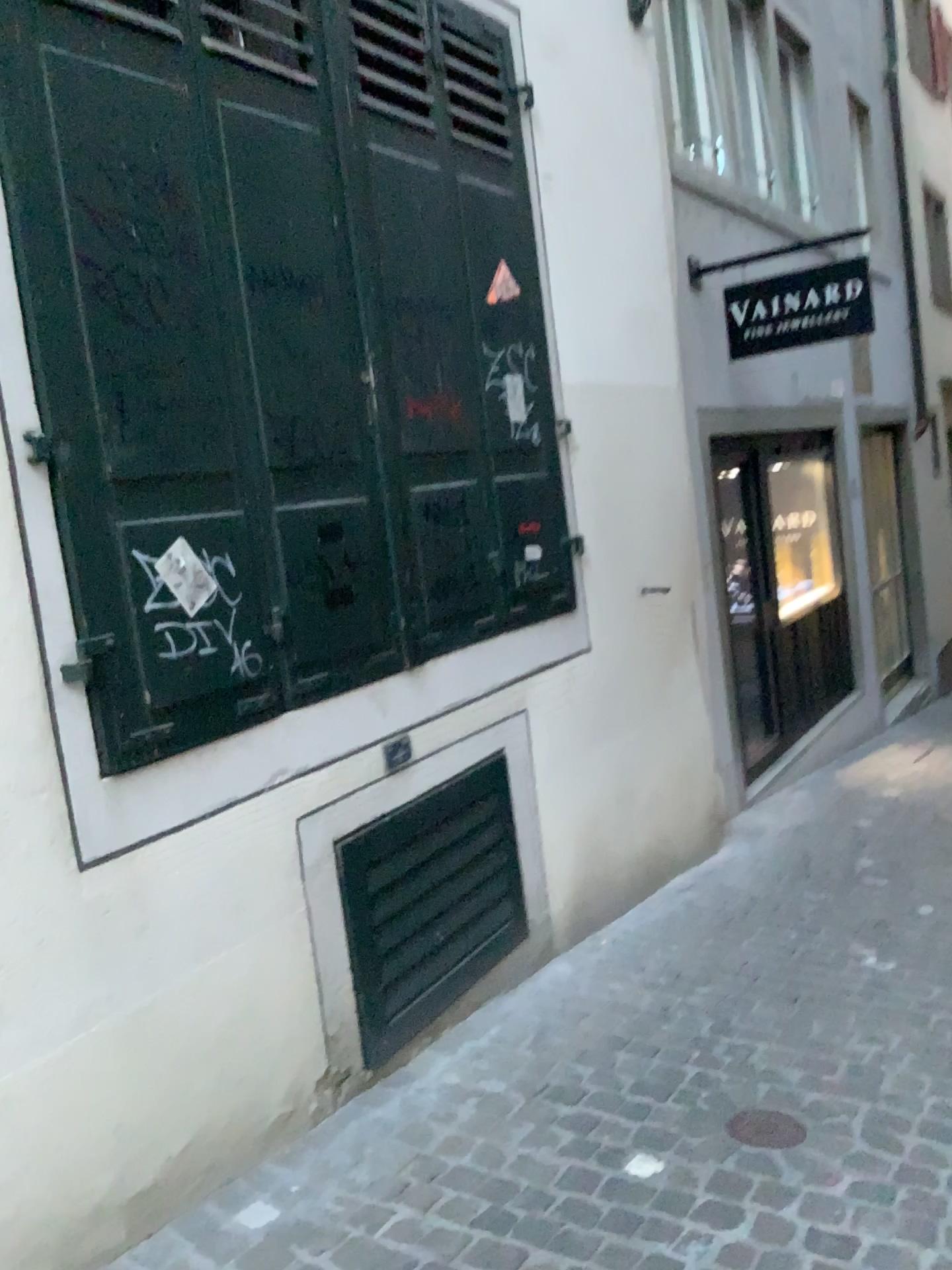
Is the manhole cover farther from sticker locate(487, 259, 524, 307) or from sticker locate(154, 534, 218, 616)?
sticker locate(487, 259, 524, 307)

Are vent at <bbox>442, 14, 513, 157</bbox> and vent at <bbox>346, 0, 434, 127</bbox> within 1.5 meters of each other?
yes

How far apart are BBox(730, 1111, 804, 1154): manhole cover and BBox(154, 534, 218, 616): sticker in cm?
178

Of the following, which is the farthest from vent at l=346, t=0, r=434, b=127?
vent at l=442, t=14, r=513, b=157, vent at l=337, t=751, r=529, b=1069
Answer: vent at l=337, t=751, r=529, b=1069

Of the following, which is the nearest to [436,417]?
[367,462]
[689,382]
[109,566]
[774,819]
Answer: [367,462]

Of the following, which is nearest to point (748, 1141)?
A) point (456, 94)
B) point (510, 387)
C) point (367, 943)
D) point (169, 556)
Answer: point (367, 943)

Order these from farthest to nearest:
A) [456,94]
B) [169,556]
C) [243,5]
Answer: [456,94] → [243,5] → [169,556]

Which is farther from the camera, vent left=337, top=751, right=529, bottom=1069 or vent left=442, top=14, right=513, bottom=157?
vent left=442, top=14, right=513, bottom=157

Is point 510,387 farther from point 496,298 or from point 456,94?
point 456,94

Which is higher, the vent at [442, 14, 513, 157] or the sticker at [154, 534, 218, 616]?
the vent at [442, 14, 513, 157]
